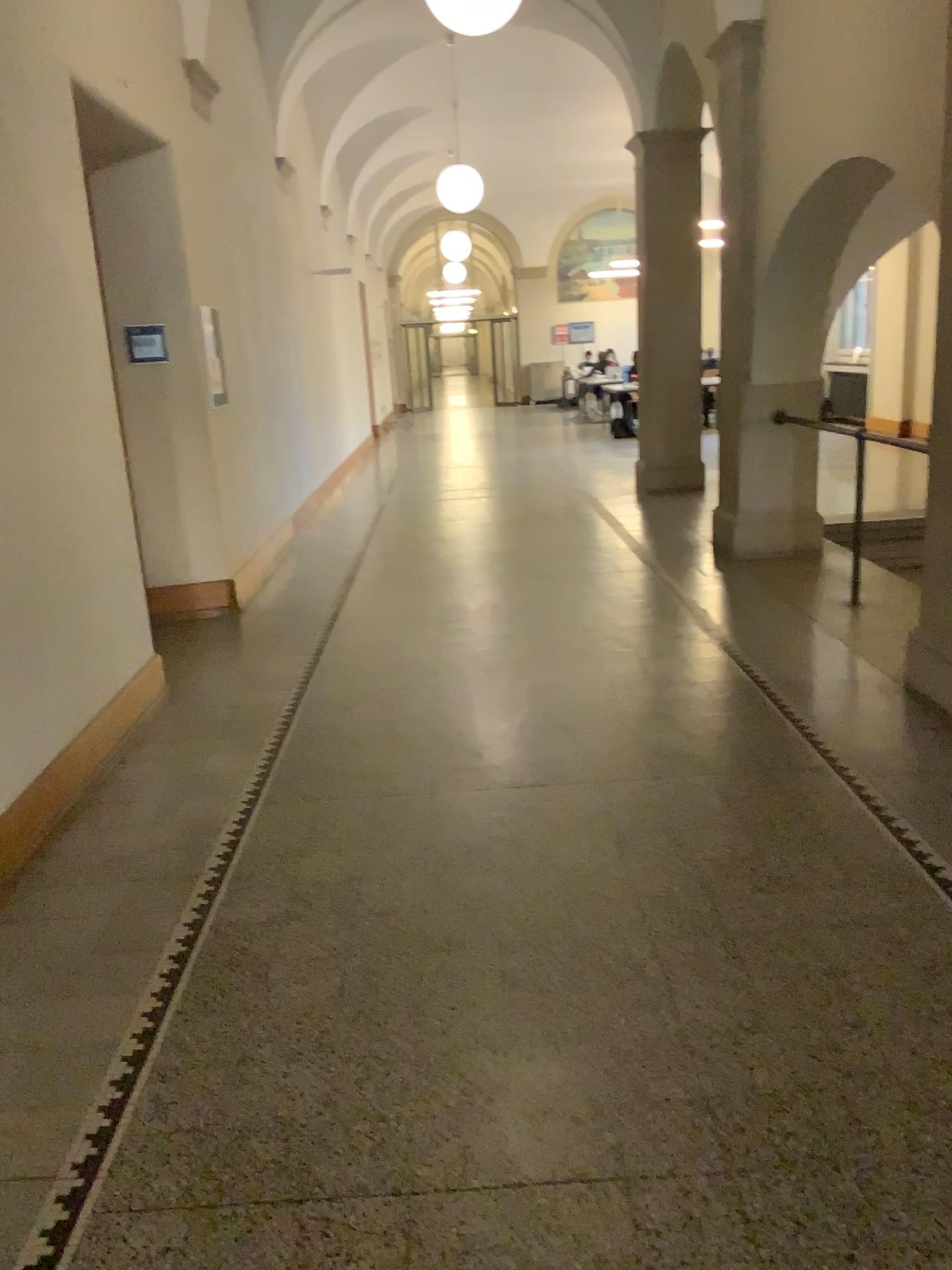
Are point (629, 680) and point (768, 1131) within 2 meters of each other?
no
